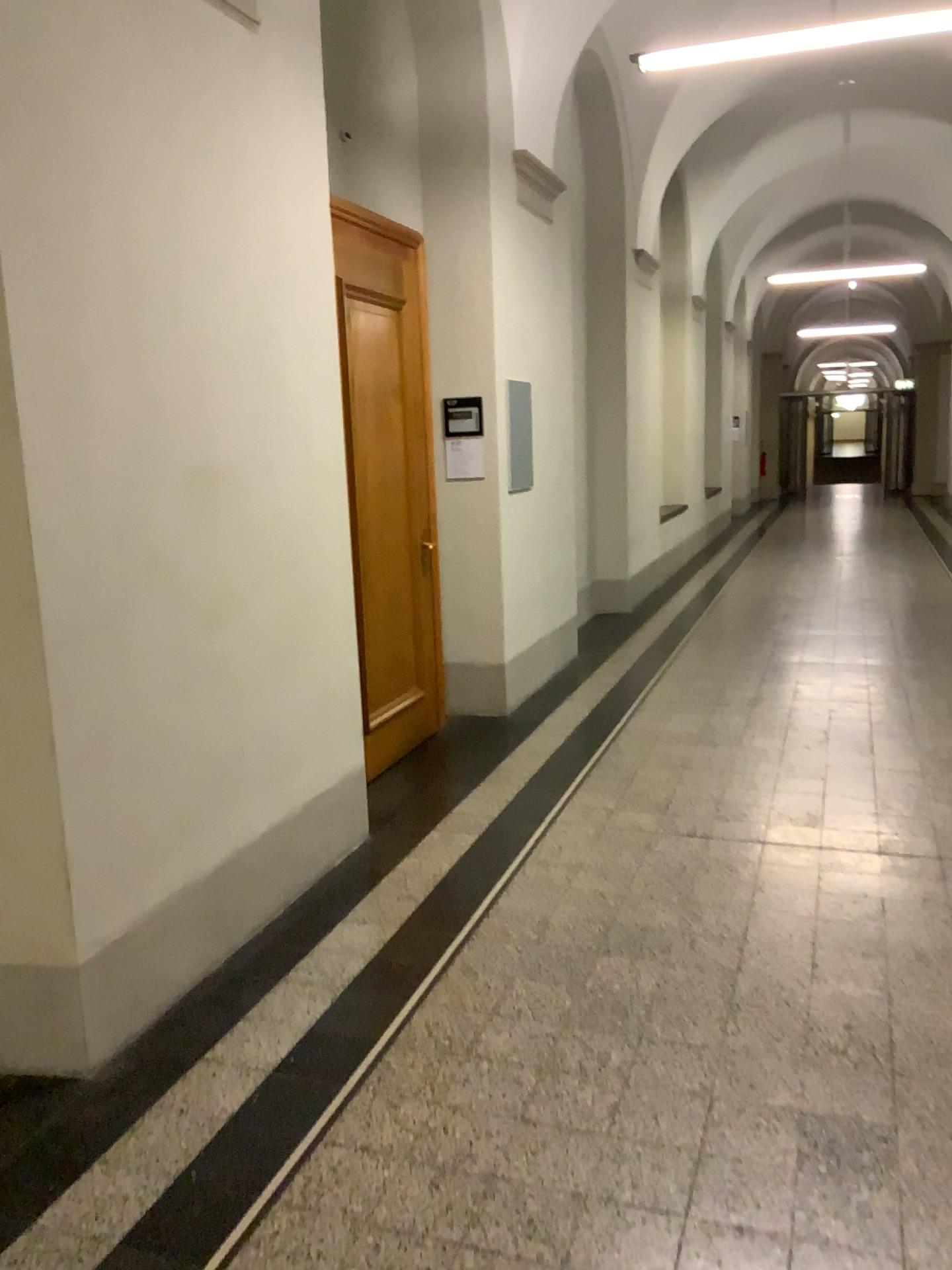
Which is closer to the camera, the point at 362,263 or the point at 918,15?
the point at 918,15

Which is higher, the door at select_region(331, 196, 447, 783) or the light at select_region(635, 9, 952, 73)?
the light at select_region(635, 9, 952, 73)

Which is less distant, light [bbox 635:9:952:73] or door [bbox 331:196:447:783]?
light [bbox 635:9:952:73]

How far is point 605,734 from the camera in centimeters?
529cm

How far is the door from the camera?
4.7 meters

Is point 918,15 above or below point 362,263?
above

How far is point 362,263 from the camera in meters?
4.7 m
